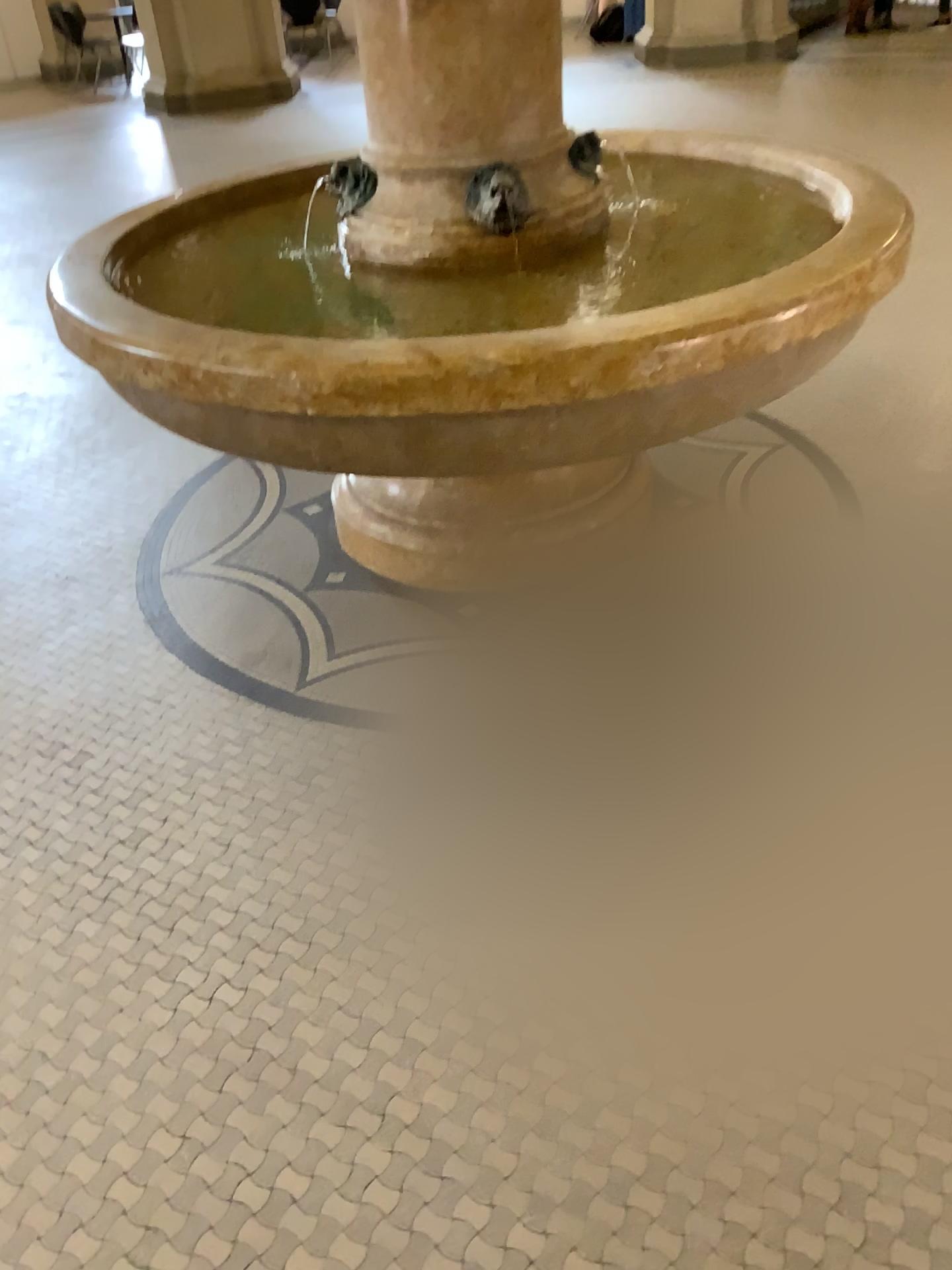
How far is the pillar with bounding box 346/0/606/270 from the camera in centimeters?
216cm

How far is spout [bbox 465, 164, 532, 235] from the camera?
2.3m

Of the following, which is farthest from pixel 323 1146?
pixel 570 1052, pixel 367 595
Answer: pixel 367 595

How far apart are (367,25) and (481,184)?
0.4 meters

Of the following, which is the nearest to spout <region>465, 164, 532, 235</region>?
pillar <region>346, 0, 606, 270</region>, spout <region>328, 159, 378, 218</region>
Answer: pillar <region>346, 0, 606, 270</region>

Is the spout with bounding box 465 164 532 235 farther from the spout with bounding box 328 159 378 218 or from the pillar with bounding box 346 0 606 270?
the spout with bounding box 328 159 378 218

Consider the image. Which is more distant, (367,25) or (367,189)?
(367,189)

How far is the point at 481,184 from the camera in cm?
226

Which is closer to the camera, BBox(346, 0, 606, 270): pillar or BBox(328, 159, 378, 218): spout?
BBox(346, 0, 606, 270): pillar
